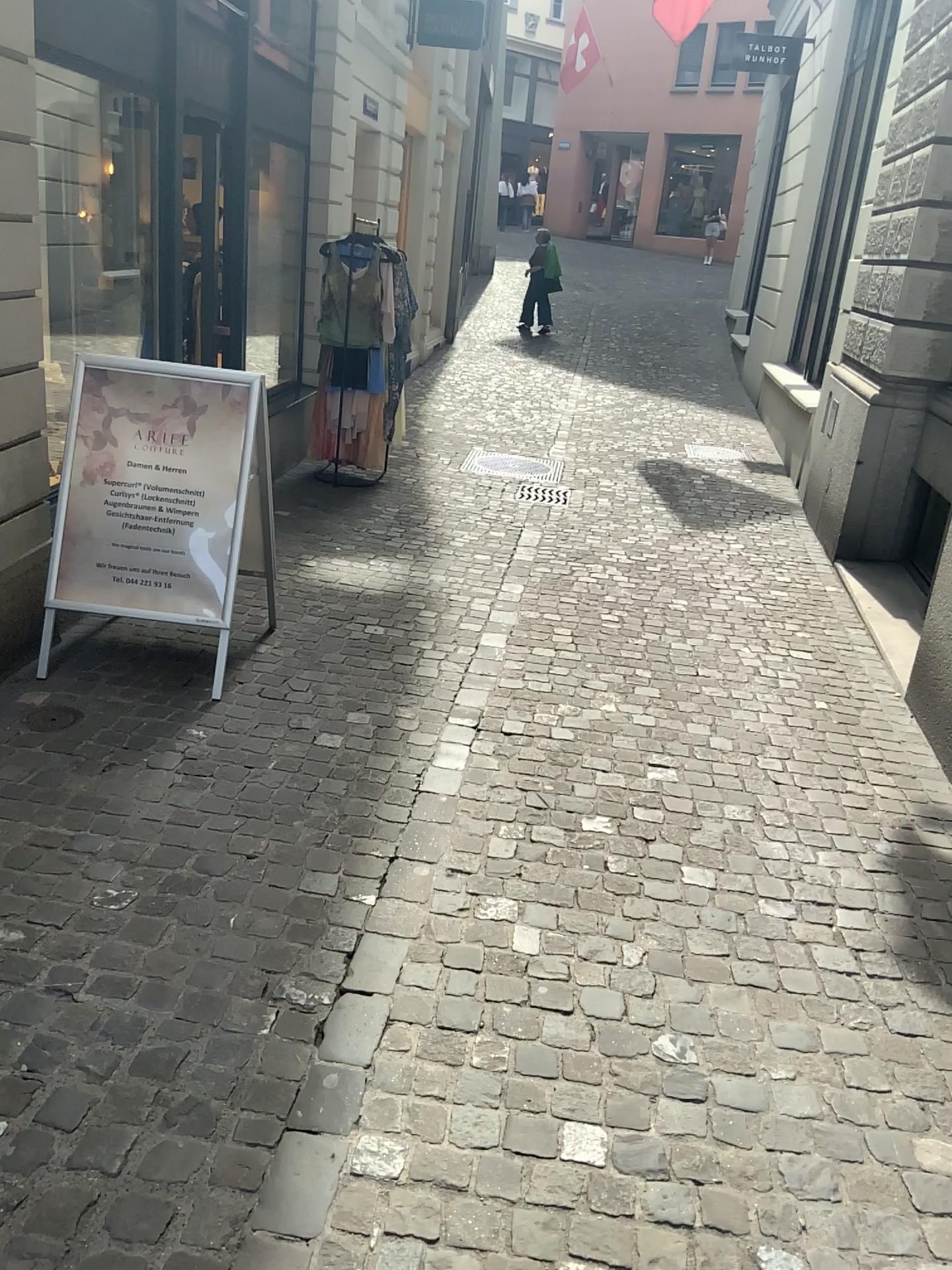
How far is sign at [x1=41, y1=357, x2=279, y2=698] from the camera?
3.71m

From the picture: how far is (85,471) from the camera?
3.71m

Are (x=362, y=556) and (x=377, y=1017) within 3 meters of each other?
no
